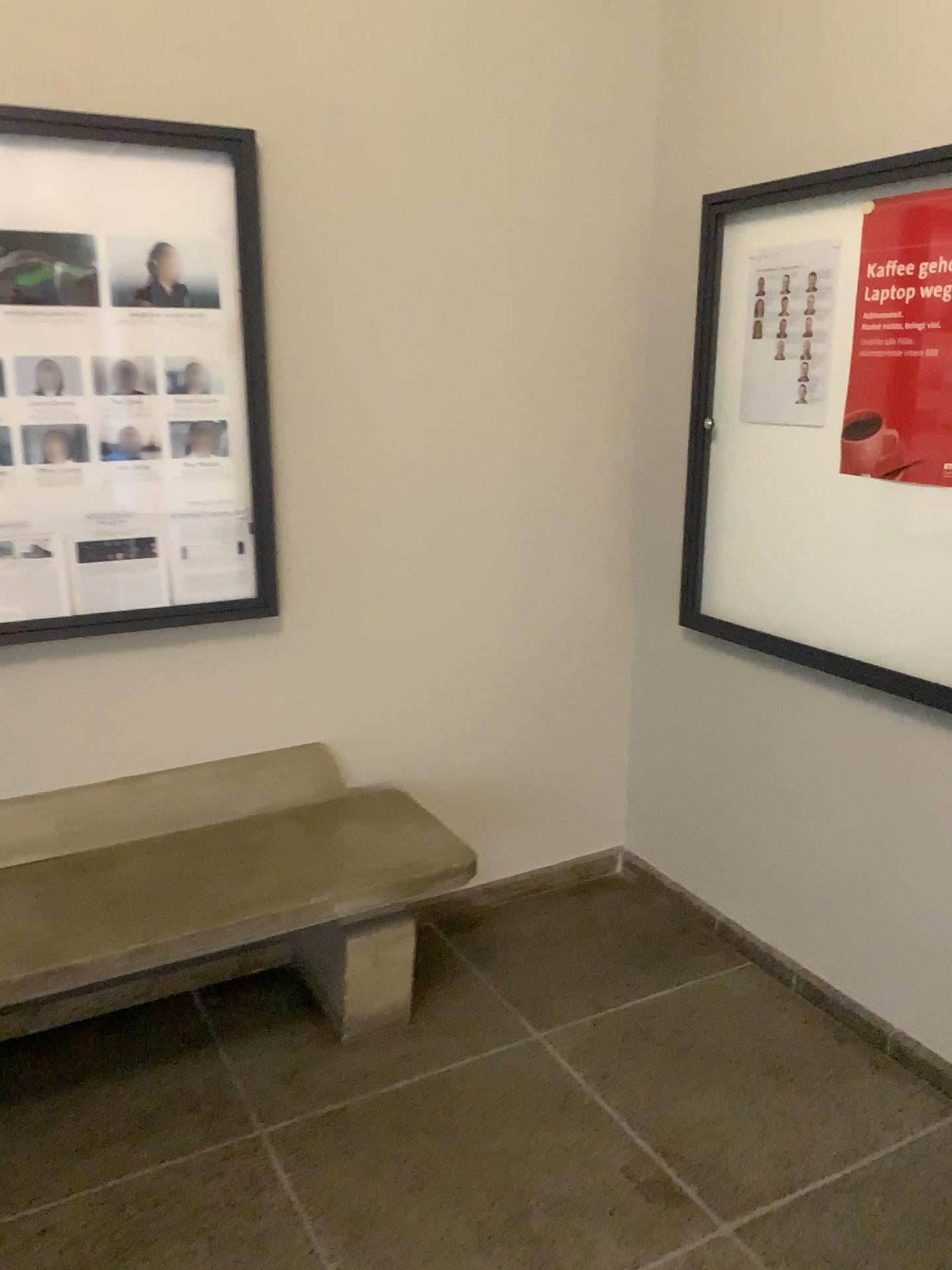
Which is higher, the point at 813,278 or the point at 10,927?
the point at 813,278

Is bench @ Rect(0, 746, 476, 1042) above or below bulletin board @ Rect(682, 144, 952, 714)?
below

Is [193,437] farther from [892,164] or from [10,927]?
[892,164]

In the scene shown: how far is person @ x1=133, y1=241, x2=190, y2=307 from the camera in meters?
2.4 m

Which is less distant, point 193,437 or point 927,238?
point 927,238

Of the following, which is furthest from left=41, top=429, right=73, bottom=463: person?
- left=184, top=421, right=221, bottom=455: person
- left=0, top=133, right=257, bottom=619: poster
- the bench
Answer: the bench

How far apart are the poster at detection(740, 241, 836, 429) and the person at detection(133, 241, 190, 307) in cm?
140

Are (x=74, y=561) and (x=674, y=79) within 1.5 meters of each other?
no

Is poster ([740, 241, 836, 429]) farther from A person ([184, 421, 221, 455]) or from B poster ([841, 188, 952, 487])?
A person ([184, 421, 221, 455])

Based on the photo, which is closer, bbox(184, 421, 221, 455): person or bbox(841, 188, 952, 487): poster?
bbox(841, 188, 952, 487): poster
